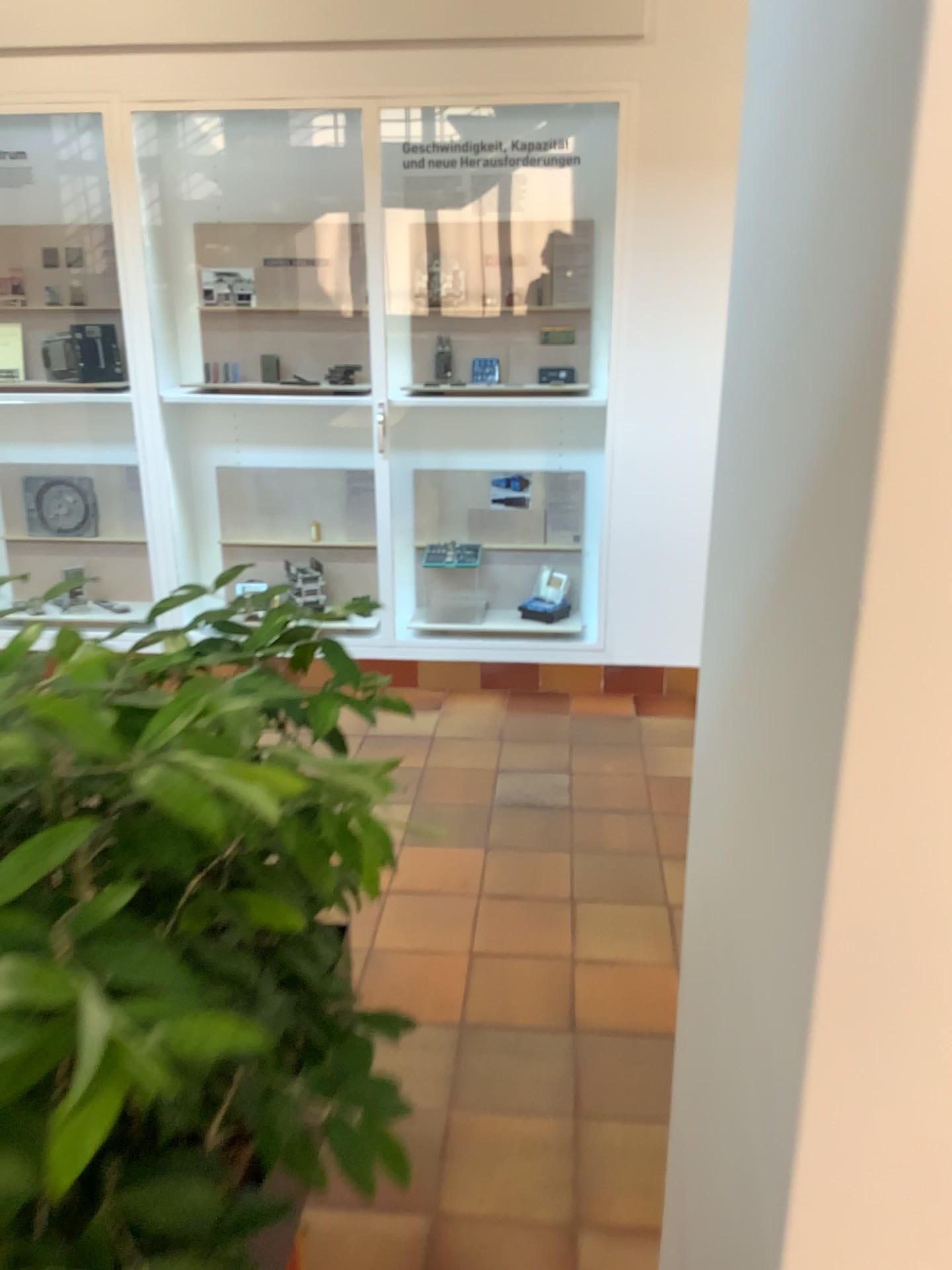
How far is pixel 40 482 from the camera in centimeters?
448cm

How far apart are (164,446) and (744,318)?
3.7m

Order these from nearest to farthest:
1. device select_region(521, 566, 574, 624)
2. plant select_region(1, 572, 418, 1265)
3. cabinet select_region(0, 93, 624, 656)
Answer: plant select_region(1, 572, 418, 1265)
cabinet select_region(0, 93, 624, 656)
device select_region(521, 566, 574, 624)

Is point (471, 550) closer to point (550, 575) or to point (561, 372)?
point (550, 575)

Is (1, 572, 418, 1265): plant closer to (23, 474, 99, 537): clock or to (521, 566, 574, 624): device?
(521, 566, 574, 624): device

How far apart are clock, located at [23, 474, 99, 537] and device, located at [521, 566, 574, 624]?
1.92m

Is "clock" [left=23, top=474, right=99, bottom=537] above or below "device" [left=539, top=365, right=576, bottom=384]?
below

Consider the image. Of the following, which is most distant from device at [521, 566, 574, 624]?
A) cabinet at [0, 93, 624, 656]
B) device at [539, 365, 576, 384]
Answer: device at [539, 365, 576, 384]

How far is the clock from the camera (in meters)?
4.48

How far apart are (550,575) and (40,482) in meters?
2.2
